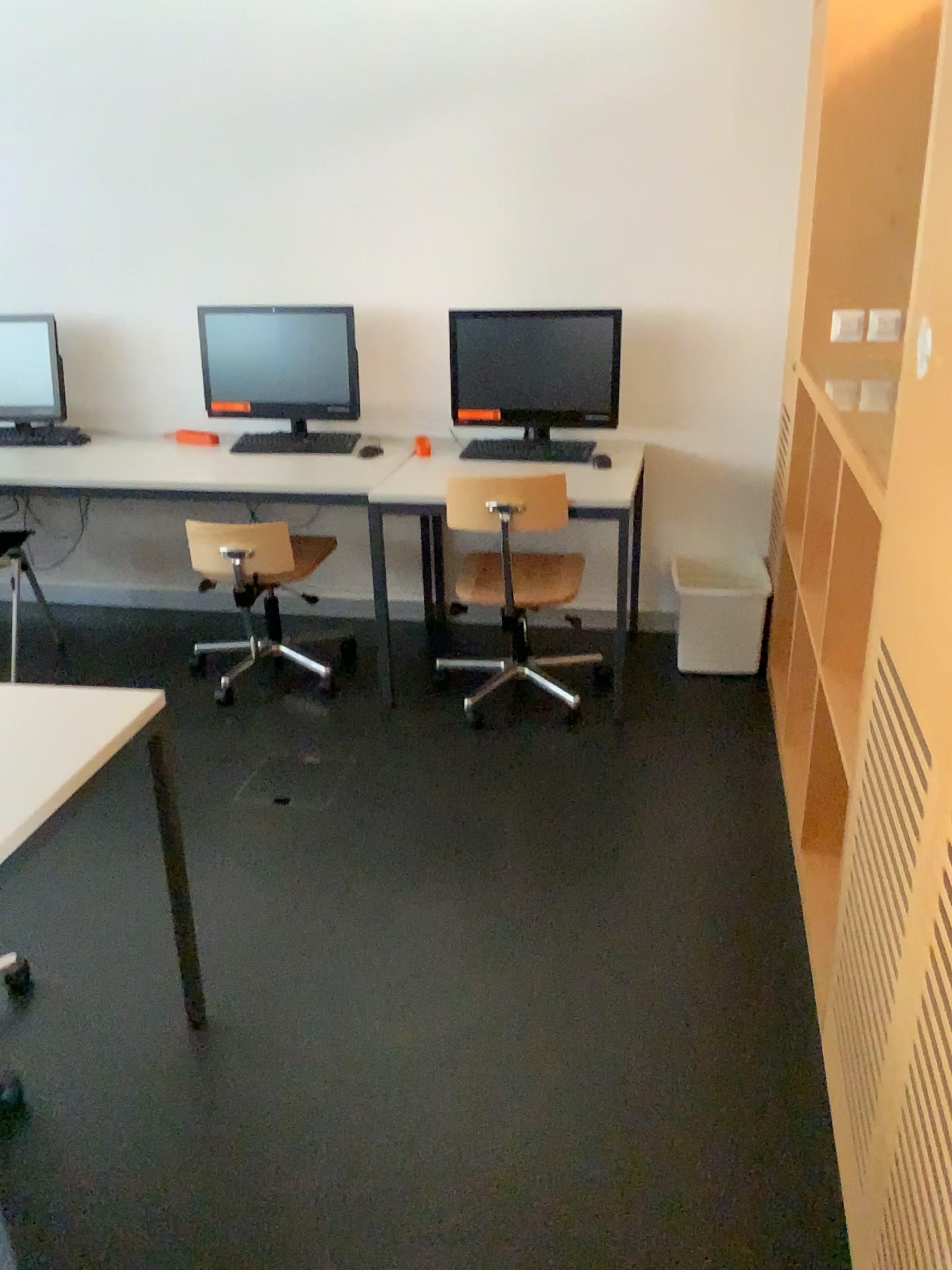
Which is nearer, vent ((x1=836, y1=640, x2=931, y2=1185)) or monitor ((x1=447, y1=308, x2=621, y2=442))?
vent ((x1=836, y1=640, x2=931, y2=1185))

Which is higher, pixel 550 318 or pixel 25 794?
pixel 550 318

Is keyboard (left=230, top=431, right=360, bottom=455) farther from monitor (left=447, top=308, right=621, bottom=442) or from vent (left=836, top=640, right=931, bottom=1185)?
vent (left=836, top=640, right=931, bottom=1185)

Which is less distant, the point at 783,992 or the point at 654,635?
the point at 783,992

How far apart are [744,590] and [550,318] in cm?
111

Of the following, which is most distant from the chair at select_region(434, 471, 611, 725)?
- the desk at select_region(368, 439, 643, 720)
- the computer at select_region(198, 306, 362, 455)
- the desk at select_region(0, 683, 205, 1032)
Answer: the desk at select_region(0, 683, 205, 1032)

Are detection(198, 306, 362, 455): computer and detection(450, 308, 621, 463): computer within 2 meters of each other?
yes

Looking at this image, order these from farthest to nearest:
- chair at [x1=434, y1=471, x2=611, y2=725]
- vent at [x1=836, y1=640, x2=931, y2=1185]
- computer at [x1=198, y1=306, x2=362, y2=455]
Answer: computer at [x1=198, y1=306, x2=362, y2=455], chair at [x1=434, y1=471, x2=611, y2=725], vent at [x1=836, y1=640, x2=931, y2=1185]

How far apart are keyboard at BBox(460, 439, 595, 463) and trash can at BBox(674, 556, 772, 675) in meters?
0.5

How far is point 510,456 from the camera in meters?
3.6
